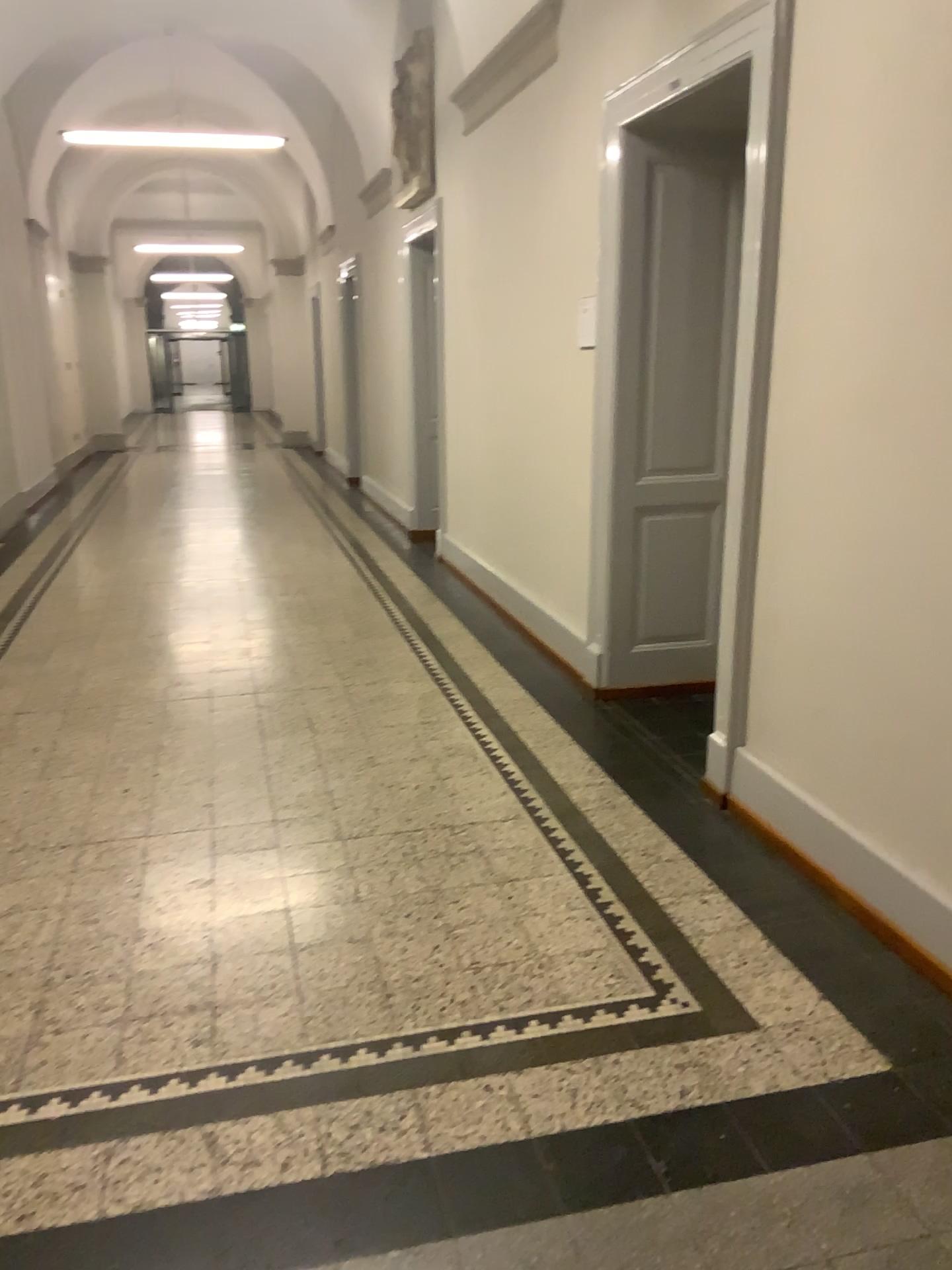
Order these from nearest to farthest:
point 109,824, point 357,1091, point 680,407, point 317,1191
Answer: point 317,1191 < point 357,1091 < point 109,824 < point 680,407
